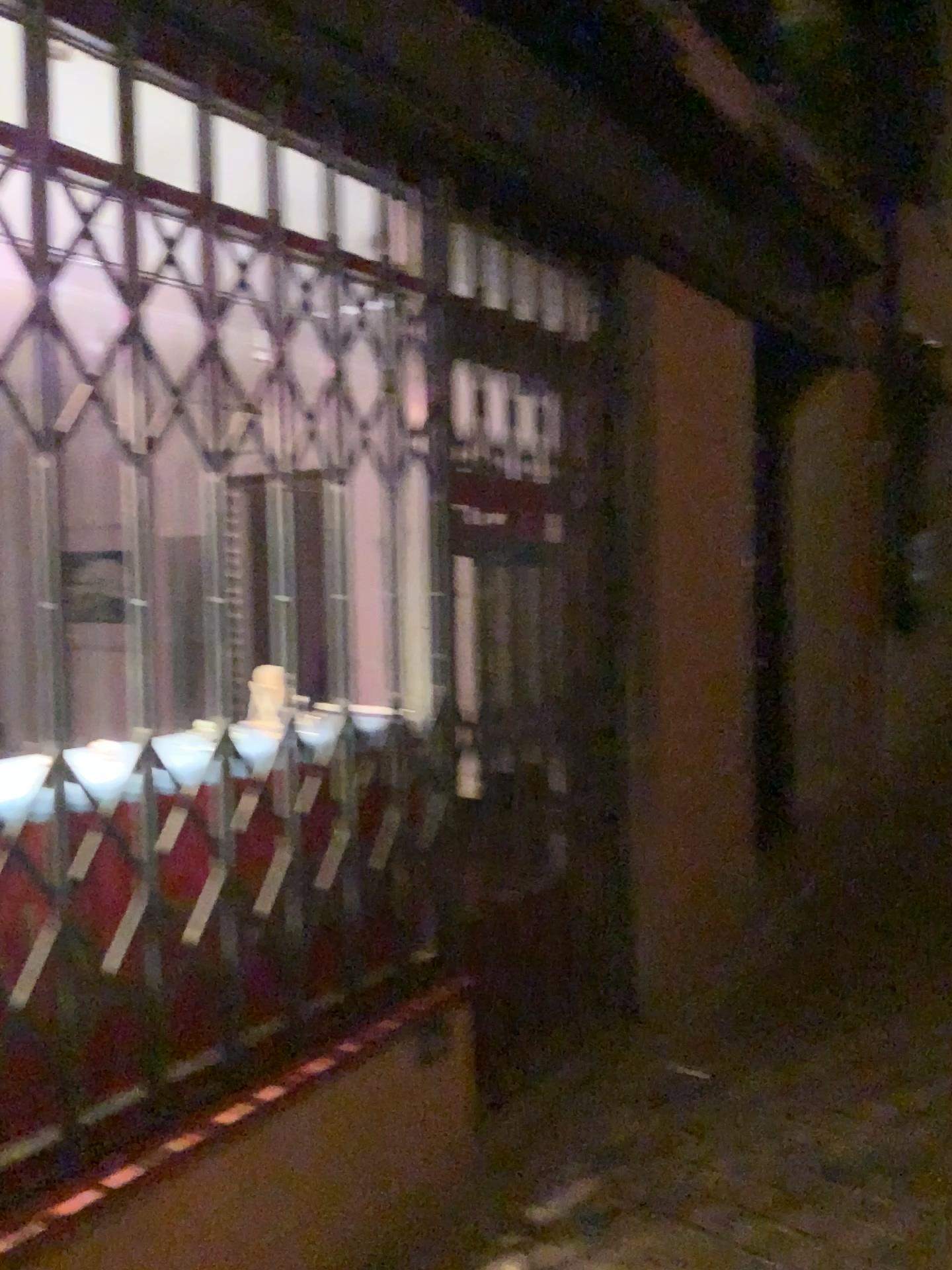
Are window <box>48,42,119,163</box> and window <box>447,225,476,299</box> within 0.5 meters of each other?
no

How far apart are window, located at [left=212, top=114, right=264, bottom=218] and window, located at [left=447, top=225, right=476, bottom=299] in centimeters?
49cm

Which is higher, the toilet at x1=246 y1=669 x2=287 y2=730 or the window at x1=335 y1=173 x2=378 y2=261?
the window at x1=335 y1=173 x2=378 y2=261

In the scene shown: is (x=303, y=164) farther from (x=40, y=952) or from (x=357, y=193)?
(x=40, y=952)

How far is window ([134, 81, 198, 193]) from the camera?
1.8m

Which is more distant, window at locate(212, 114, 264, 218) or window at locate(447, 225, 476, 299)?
window at locate(447, 225, 476, 299)

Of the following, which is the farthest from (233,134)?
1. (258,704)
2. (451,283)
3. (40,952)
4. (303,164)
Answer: (40,952)

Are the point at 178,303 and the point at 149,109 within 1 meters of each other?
yes

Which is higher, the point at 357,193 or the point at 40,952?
the point at 357,193

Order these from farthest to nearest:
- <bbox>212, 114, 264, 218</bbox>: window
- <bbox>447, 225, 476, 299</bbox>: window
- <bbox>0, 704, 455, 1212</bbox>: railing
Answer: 1. <bbox>447, 225, 476, 299</bbox>: window
2. <bbox>212, 114, 264, 218</bbox>: window
3. <bbox>0, 704, 455, 1212</bbox>: railing
